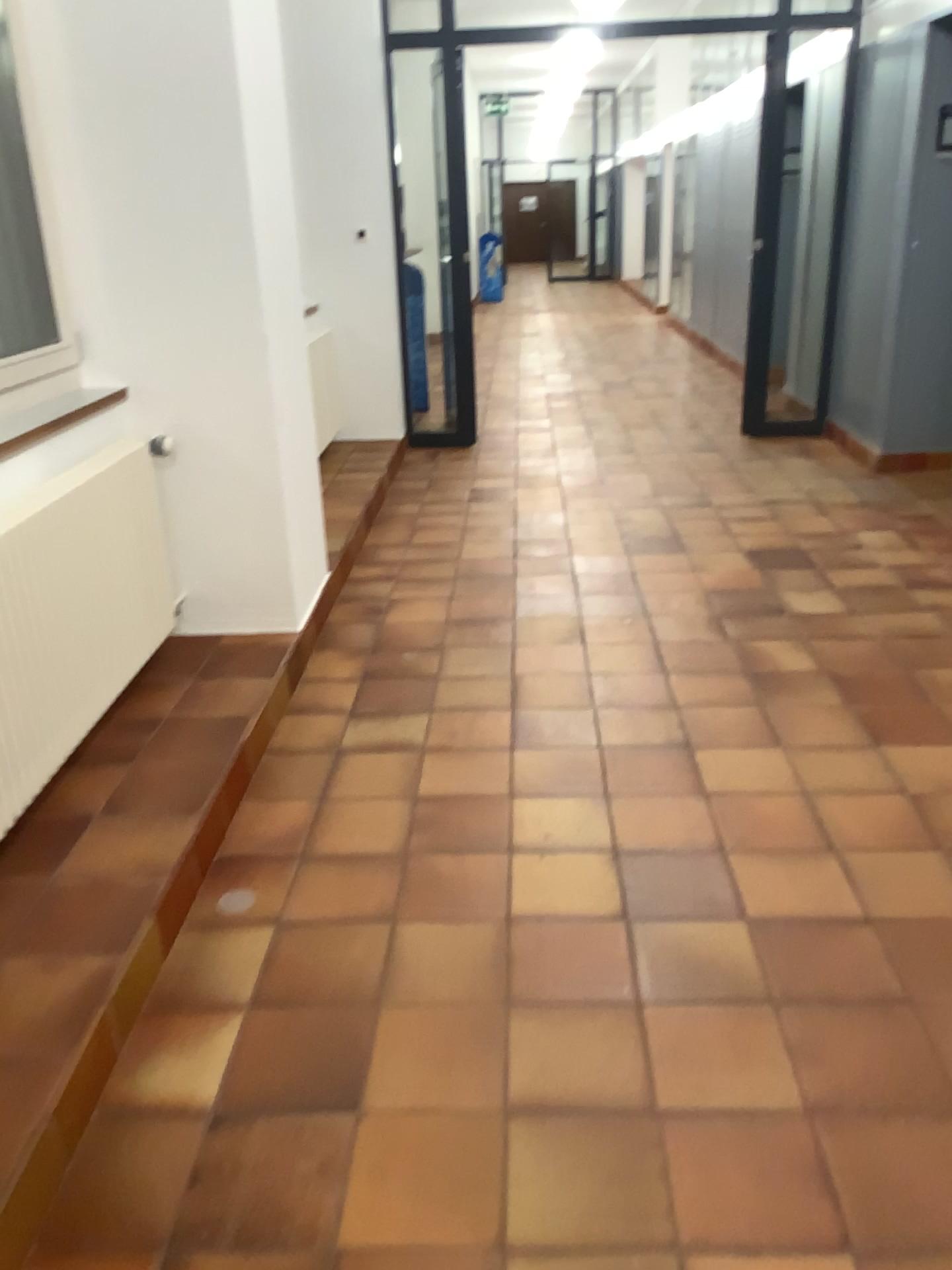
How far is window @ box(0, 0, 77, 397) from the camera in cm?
295

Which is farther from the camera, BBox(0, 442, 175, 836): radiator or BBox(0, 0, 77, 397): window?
BBox(0, 0, 77, 397): window

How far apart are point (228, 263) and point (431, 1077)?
2.4 meters

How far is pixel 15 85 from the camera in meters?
3.0 m

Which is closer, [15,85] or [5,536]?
[5,536]

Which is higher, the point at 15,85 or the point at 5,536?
the point at 15,85
